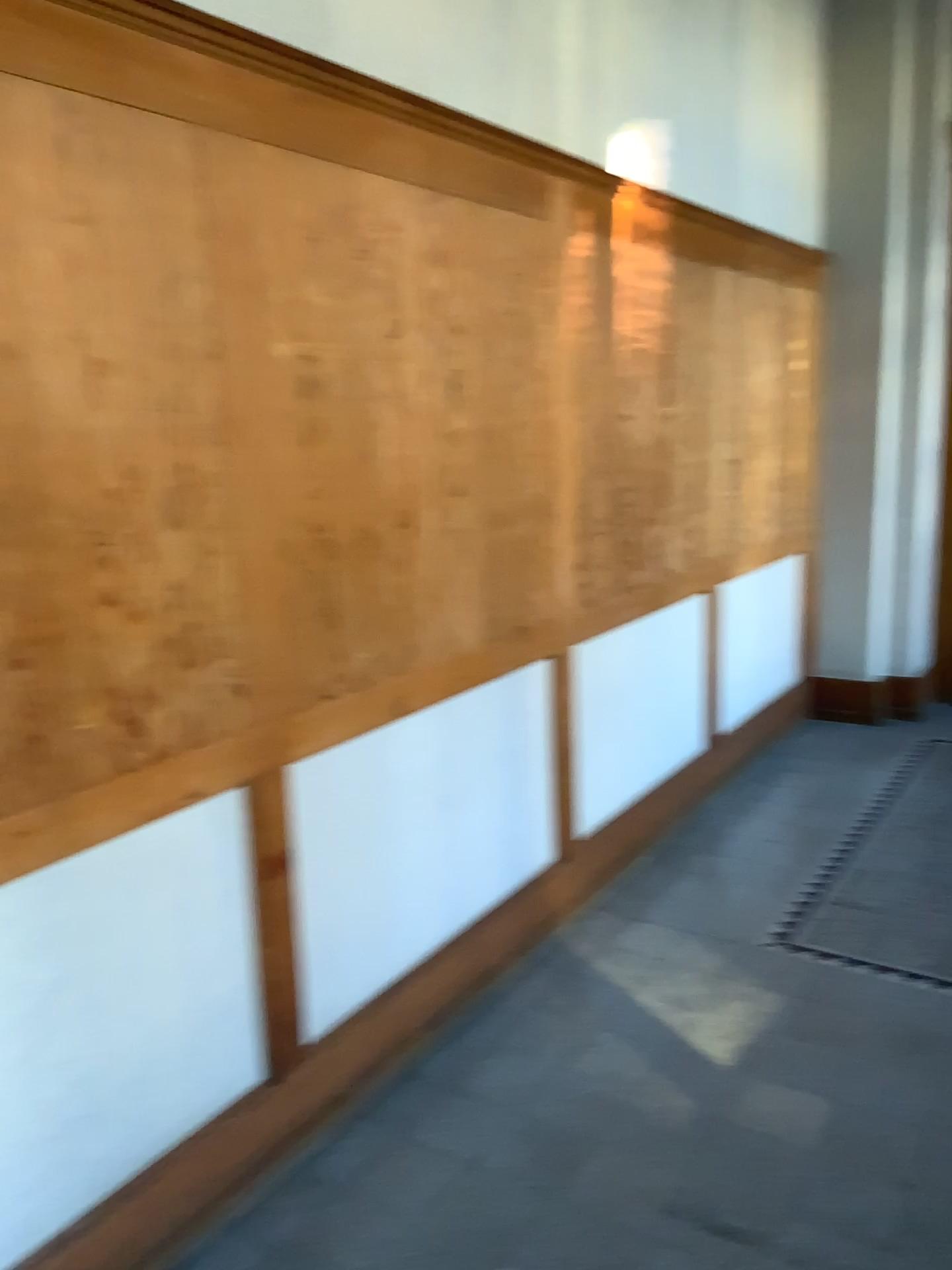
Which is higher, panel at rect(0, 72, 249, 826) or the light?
the light

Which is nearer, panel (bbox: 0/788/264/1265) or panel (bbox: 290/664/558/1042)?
panel (bbox: 0/788/264/1265)

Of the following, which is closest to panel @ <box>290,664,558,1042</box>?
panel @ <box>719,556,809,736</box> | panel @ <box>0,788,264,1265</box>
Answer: panel @ <box>0,788,264,1265</box>

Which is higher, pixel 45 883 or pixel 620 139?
pixel 620 139

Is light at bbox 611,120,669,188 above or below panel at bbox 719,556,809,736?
above

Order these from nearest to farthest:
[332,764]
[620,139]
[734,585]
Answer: [332,764]
[620,139]
[734,585]

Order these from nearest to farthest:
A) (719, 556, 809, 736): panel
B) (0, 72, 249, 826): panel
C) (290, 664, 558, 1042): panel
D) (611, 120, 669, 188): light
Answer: (0, 72, 249, 826): panel < (290, 664, 558, 1042): panel < (611, 120, 669, 188): light < (719, 556, 809, 736): panel

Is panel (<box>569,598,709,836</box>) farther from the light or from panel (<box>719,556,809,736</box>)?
the light

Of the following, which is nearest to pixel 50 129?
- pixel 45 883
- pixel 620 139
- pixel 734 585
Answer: pixel 45 883

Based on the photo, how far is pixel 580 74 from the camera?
Answer: 3.1 meters
